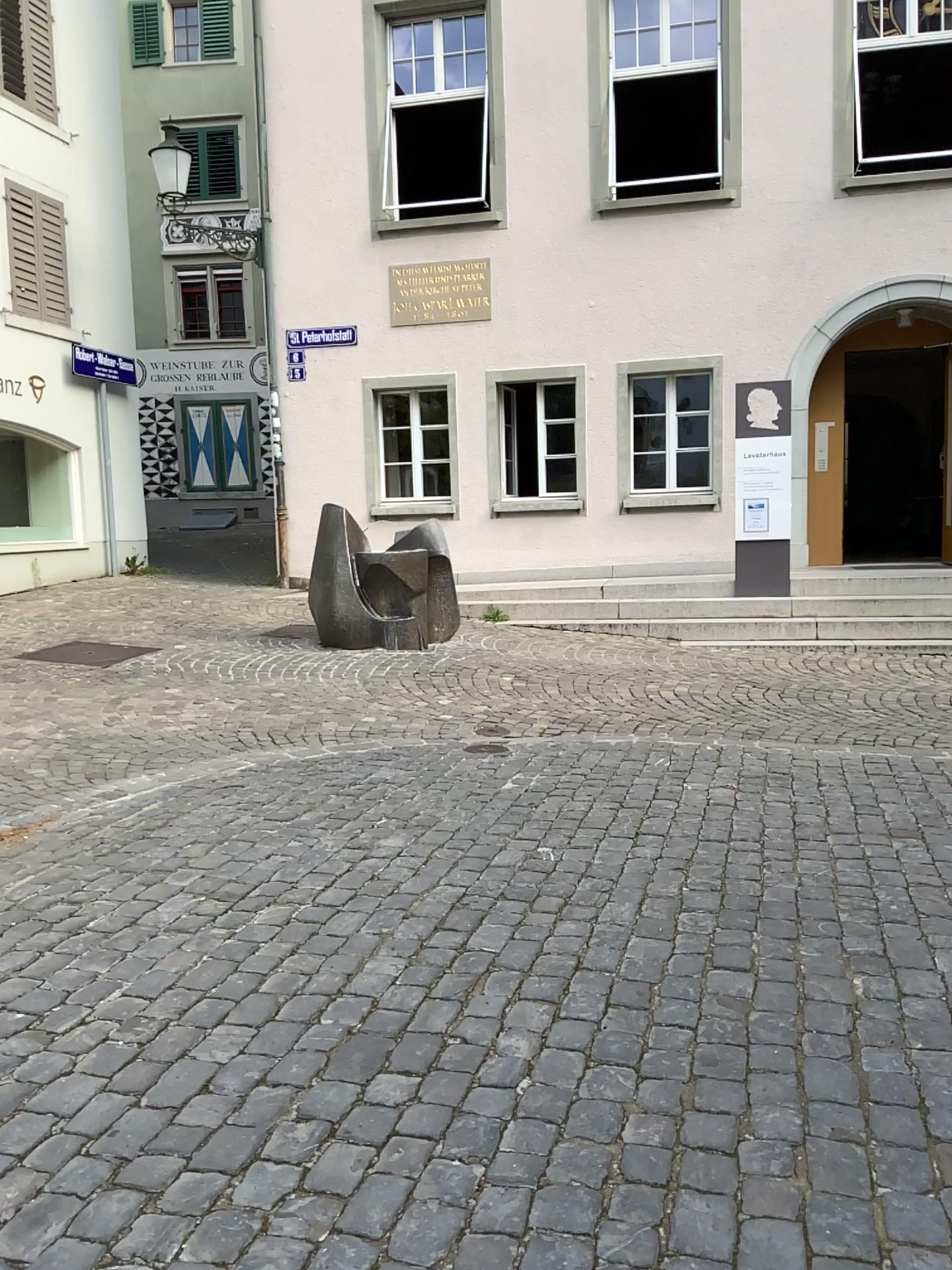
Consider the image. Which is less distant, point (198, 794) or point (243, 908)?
point (243, 908)
